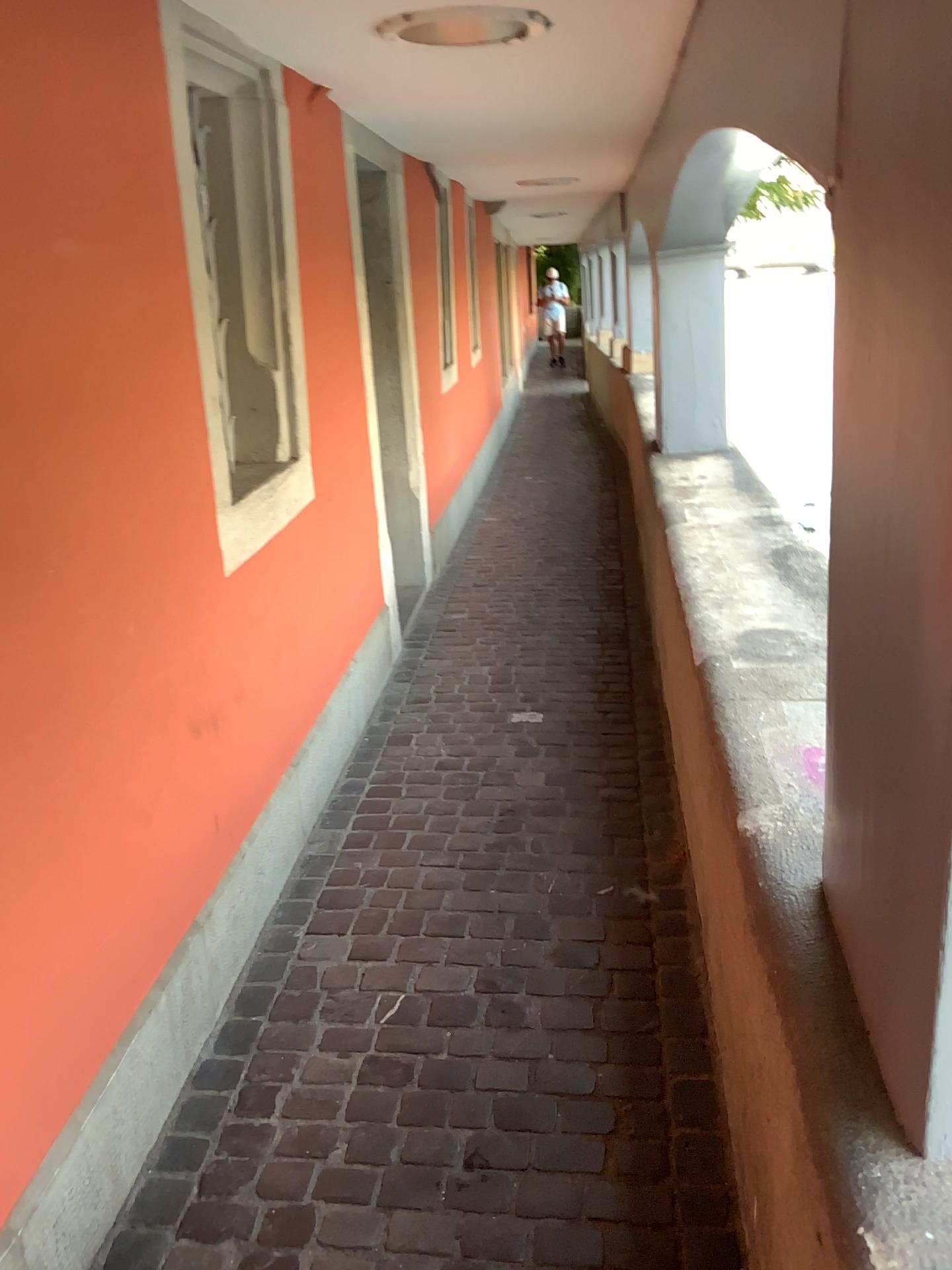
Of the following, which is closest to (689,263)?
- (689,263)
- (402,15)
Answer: (689,263)

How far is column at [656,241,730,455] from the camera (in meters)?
4.56

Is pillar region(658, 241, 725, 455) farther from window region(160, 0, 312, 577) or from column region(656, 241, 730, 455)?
window region(160, 0, 312, 577)

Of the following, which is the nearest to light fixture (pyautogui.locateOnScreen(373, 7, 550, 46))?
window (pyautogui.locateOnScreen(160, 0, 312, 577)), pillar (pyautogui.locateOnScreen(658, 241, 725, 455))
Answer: window (pyautogui.locateOnScreen(160, 0, 312, 577))

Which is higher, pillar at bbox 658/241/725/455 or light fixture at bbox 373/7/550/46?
light fixture at bbox 373/7/550/46

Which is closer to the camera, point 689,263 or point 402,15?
point 402,15

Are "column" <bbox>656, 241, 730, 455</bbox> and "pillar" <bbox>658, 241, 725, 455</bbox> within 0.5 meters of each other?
yes

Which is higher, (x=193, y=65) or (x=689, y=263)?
(x=193, y=65)

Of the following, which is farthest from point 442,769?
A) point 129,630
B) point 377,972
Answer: point 129,630

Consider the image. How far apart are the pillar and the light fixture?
2.1 meters
